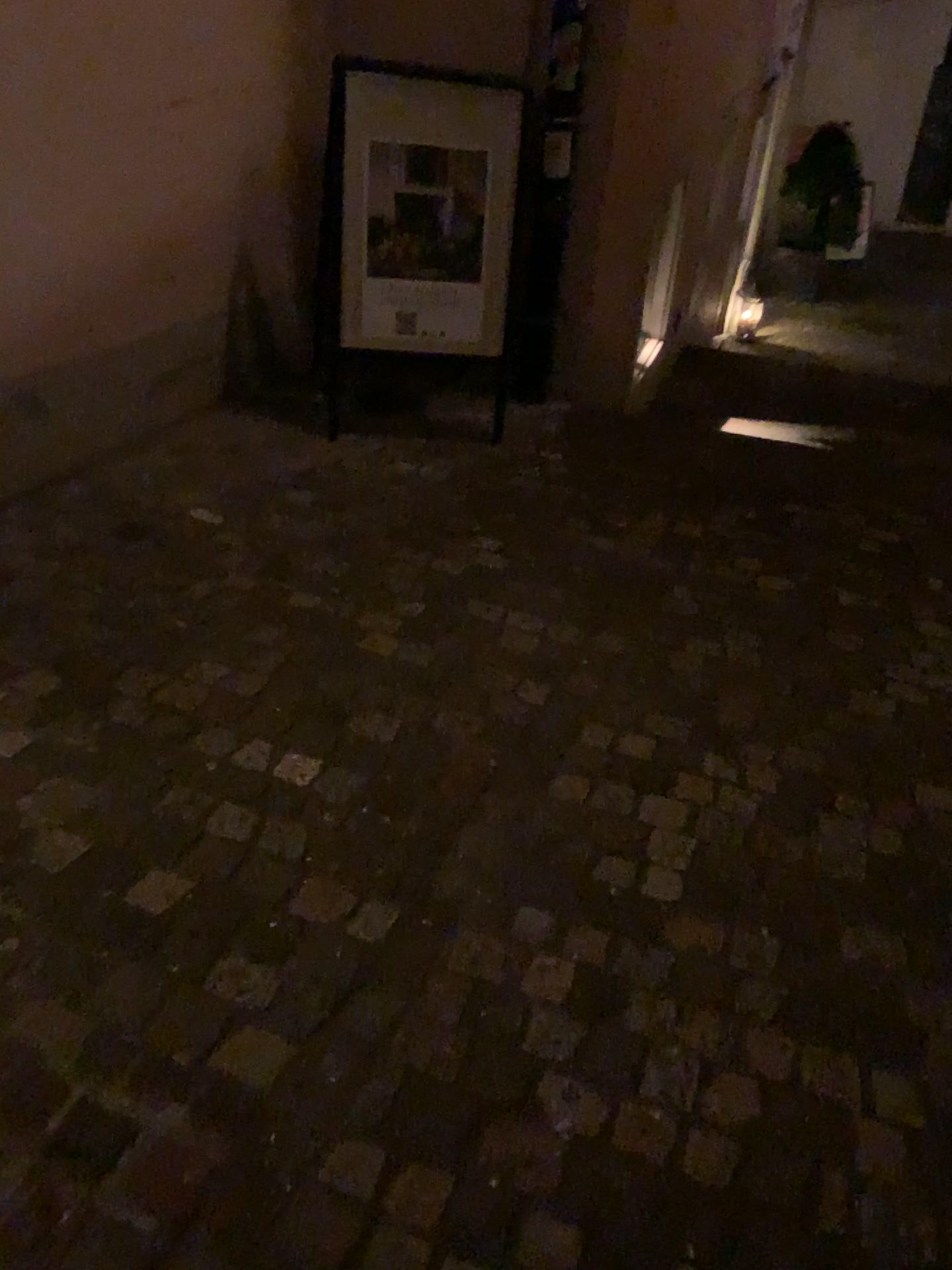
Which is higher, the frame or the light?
the frame

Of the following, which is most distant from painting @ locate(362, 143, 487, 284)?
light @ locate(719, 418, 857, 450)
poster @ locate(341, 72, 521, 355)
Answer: light @ locate(719, 418, 857, 450)

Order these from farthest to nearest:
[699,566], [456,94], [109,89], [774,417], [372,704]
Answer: [774,417]
[456,94]
[699,566]
[109,89]
[372,704]

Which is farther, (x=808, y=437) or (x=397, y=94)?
(x=808, y=437)

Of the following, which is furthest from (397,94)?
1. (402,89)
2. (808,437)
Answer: (808,437)

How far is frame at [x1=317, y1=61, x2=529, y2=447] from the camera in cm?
332

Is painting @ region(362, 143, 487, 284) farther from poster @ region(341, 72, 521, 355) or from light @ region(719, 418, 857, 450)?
light @ region(719, 418, 857, 450)

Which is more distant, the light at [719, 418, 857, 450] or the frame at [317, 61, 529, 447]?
the light at [719, 418, 857, 450]

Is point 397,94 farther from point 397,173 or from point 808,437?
point 808,437

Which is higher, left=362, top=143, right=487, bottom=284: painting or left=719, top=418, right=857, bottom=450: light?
left=362, top=143, right=487, bottom=284: painting
